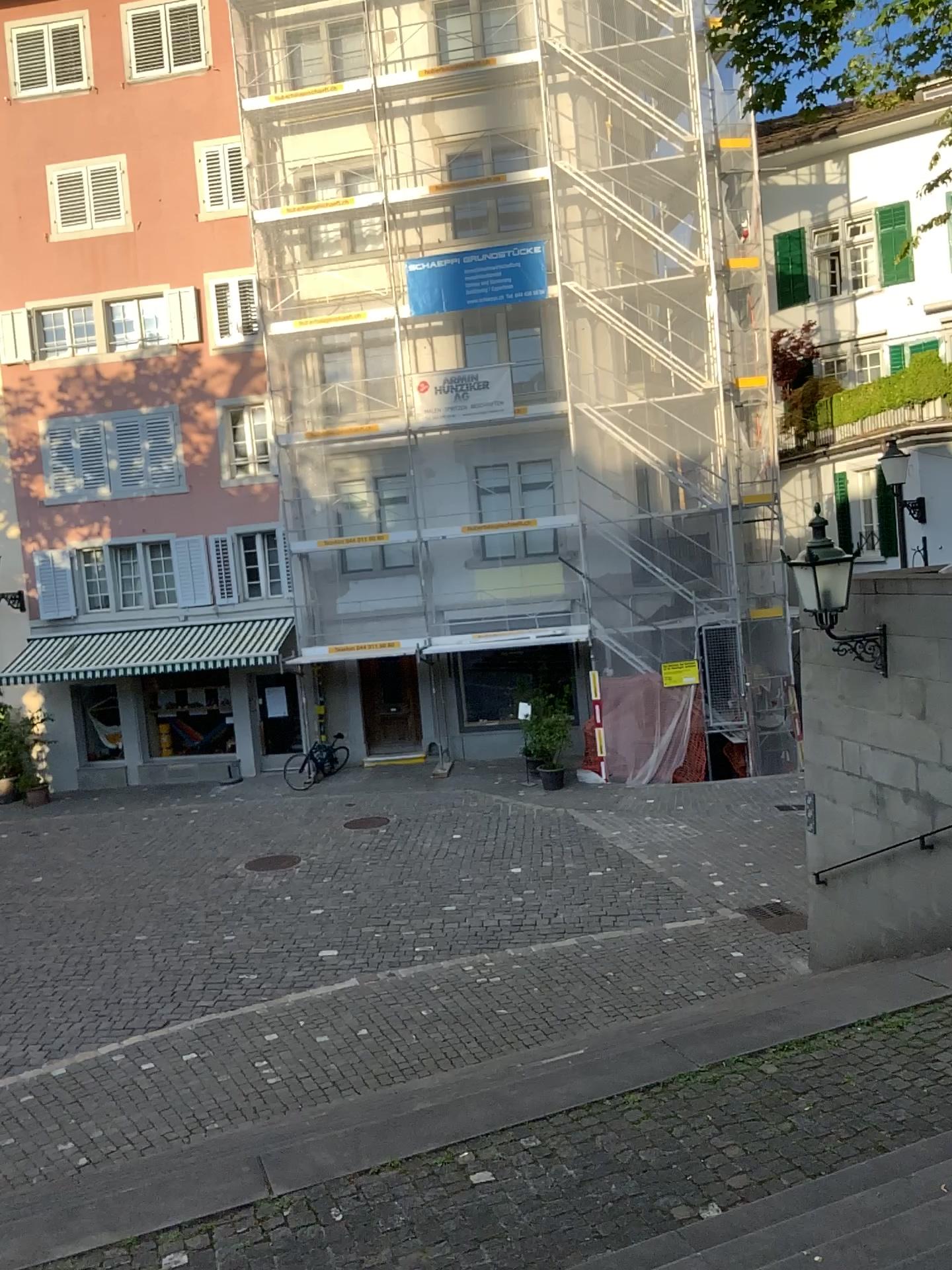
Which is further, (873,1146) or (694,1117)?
(694,1117)
